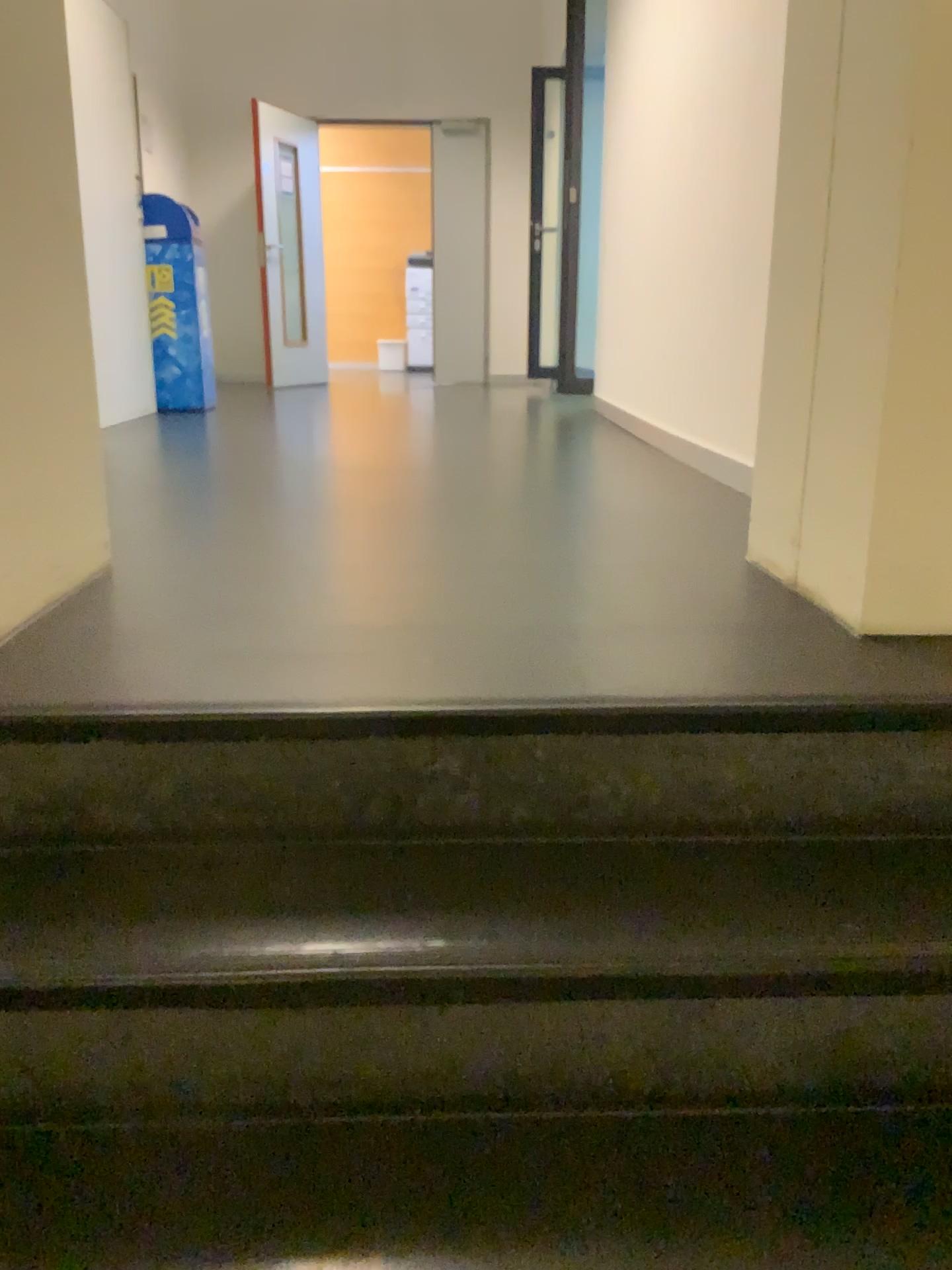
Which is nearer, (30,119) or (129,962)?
(129,962)

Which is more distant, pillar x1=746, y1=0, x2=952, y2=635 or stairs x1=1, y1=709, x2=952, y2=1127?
pillar x1=746, y1=0, x2=952, y2=635

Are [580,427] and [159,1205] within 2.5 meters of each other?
no

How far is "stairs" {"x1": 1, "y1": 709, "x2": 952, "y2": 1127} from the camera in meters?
1.0 m

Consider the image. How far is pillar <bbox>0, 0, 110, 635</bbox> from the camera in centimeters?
150cm

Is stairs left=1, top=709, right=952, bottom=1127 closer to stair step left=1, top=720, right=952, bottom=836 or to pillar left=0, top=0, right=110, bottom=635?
stair step left=1, top=720, right=952, bottom=836

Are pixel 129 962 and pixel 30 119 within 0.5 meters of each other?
no

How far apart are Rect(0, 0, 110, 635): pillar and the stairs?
0.4m

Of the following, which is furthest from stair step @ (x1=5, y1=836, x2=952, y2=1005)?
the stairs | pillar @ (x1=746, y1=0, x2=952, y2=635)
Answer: pillar @ (x1=746, y1=0, x2=952, y2=635)

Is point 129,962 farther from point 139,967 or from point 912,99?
point 912,99
